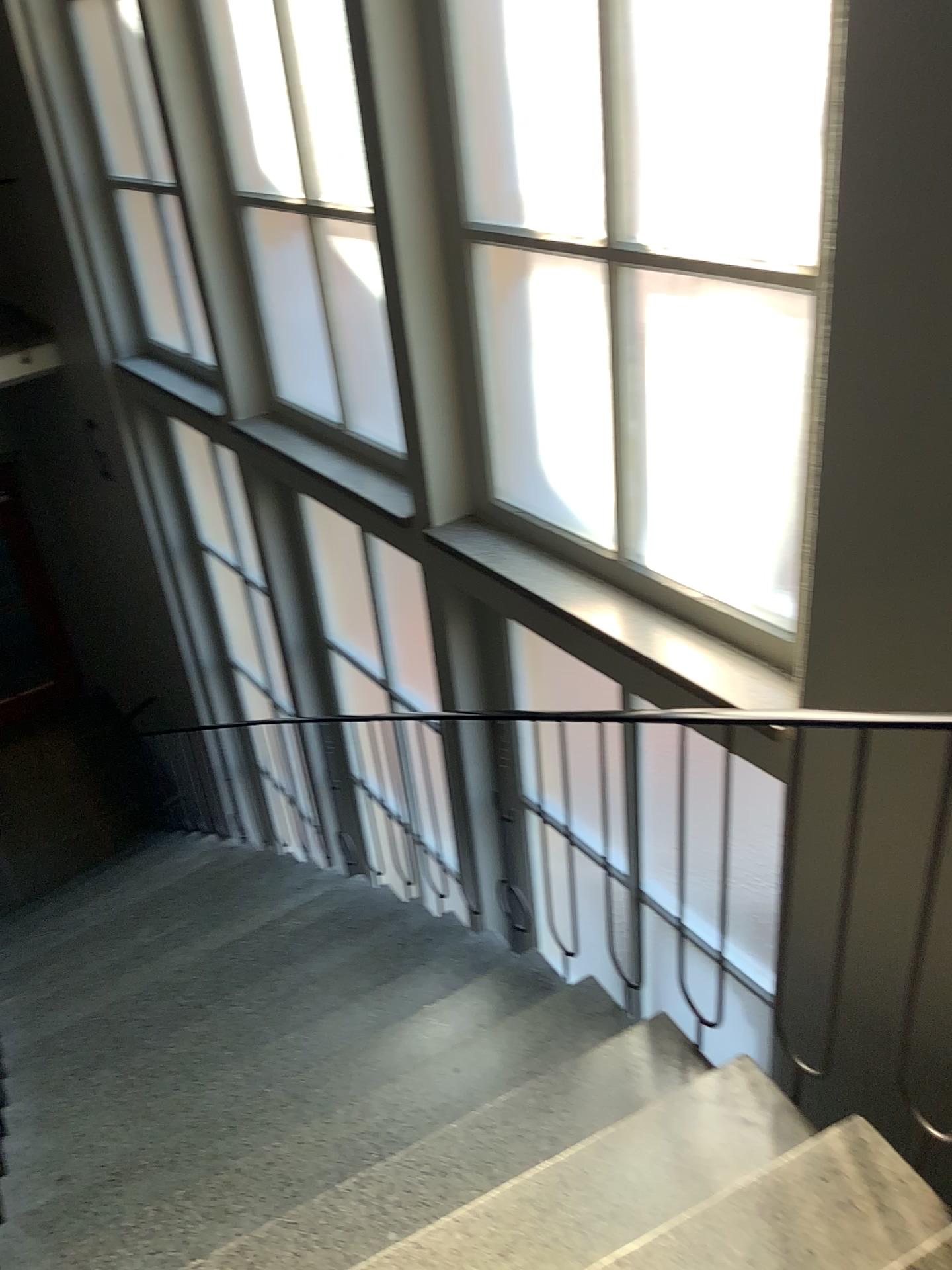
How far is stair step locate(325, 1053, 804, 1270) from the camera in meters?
1.9

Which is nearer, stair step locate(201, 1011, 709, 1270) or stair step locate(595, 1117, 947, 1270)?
stair step locate(595, 1117, 947, 1270)

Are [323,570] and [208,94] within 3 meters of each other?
yes

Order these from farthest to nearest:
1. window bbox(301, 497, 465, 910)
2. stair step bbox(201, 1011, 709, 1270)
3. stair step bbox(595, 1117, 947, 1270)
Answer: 1. window bbox(301, 497, 465, 910)
2. stair step bbox(201, 1011, 709, 1270)
3. stair step bbox(595, 1117, 947, 1270)

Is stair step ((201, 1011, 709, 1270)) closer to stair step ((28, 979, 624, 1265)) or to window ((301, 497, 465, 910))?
stair step ((28, 979, 624, 1265))

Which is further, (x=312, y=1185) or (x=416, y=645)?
(x=416, y=645)

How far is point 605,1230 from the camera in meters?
1.9

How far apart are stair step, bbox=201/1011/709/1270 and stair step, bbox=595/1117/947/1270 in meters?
0.4 m

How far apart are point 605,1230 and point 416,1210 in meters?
0.4

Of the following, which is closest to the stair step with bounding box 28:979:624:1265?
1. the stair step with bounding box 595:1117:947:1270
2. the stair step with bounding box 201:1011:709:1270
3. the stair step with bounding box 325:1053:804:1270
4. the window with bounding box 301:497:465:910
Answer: the stair step with bounding box 201:1011:709:1270
